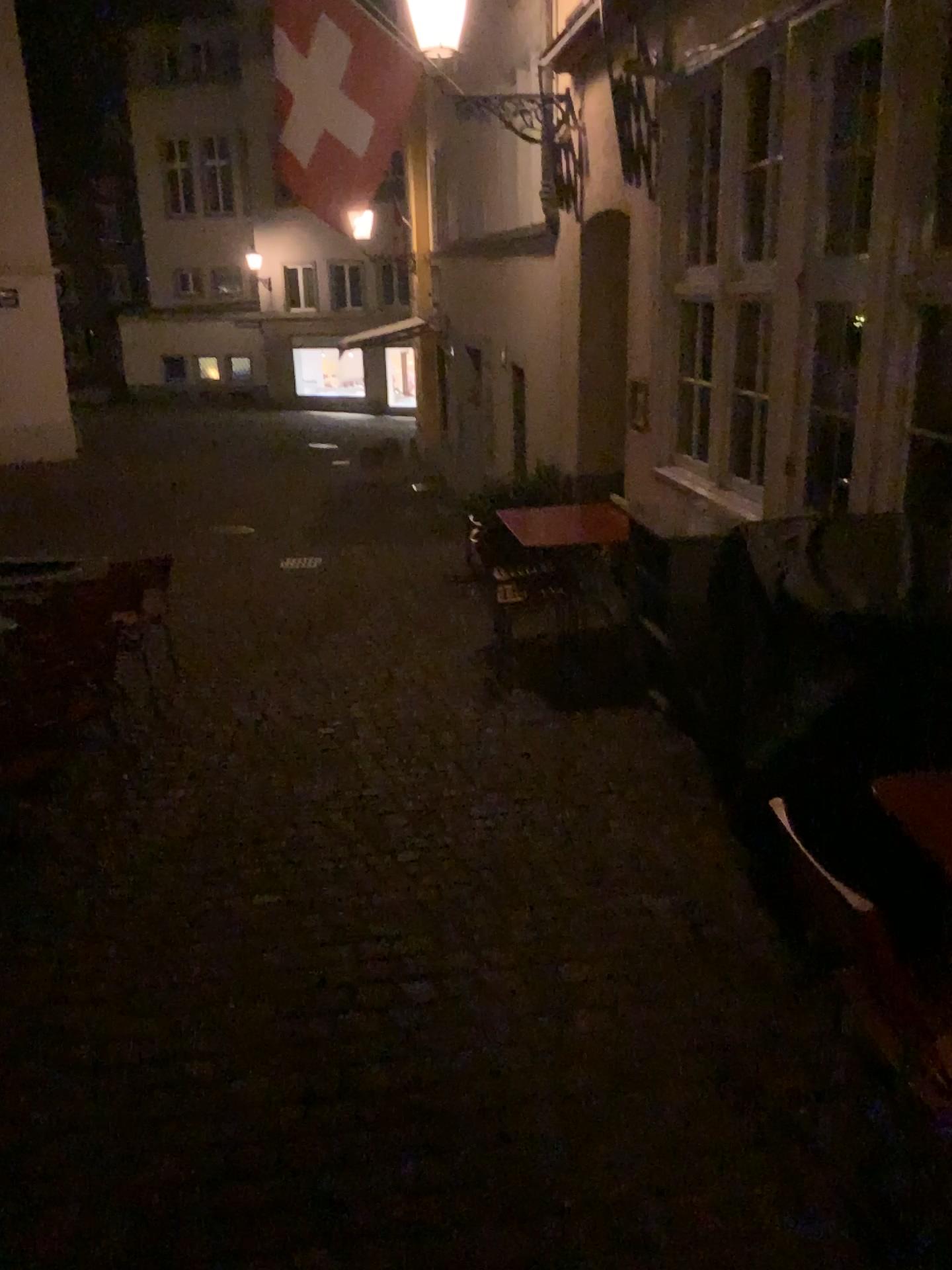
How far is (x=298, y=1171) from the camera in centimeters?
212cm
